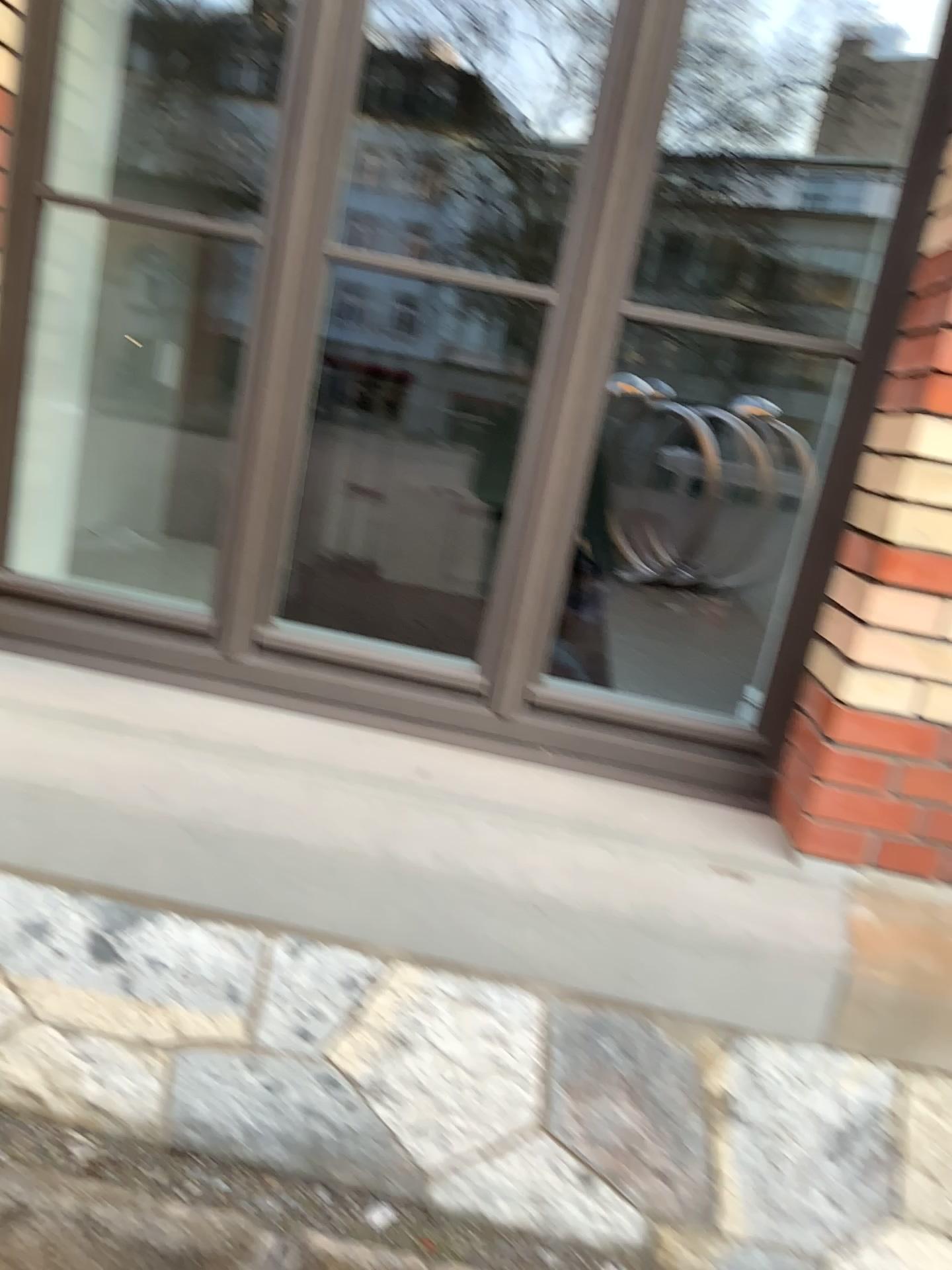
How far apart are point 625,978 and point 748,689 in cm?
73
